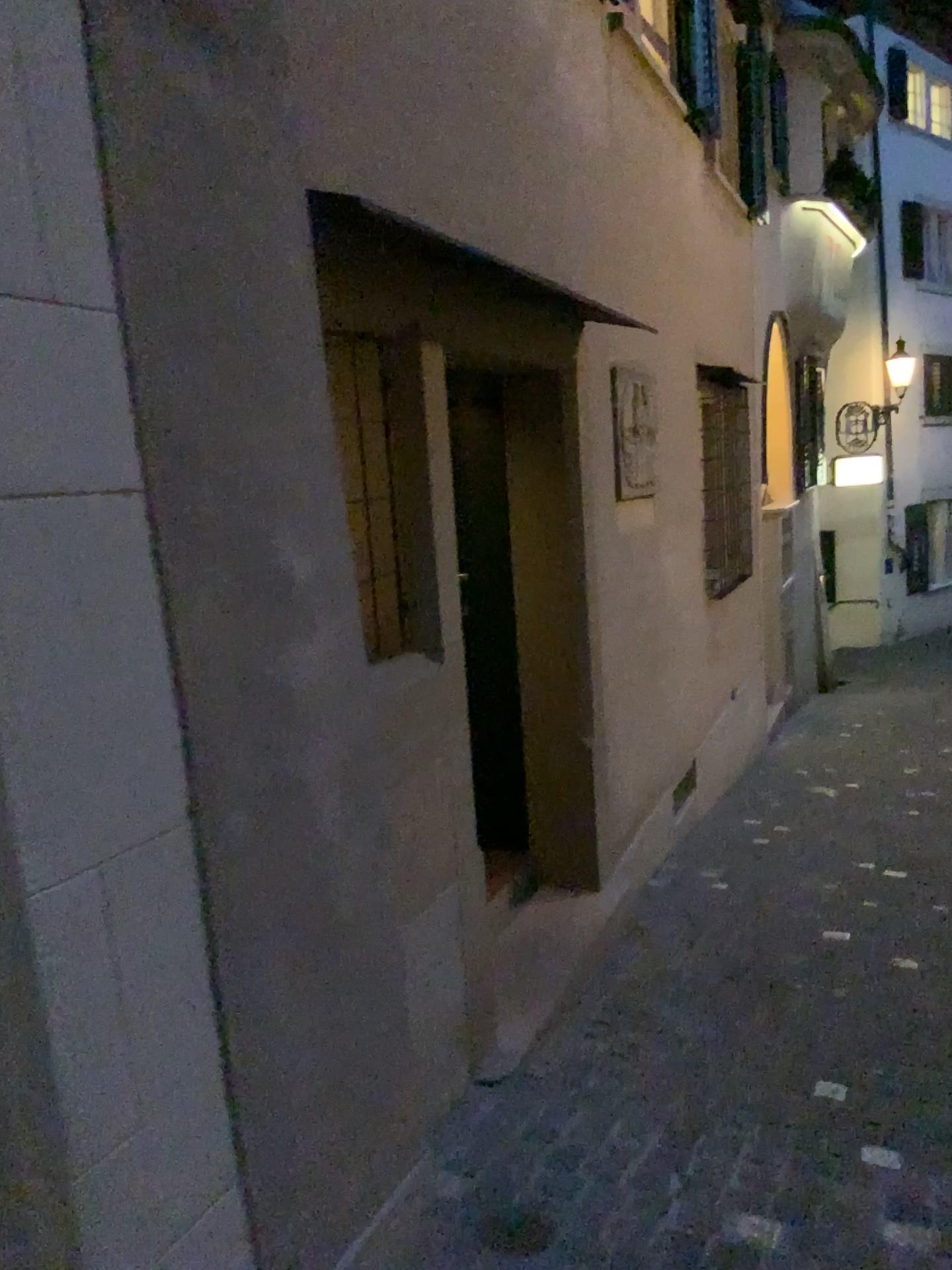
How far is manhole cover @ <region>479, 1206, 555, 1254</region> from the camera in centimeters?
228cm

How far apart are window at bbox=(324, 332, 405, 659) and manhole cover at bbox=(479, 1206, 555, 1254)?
1.35m

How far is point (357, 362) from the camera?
2.75m

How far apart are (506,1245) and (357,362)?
2.11m

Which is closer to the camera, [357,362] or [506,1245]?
[506,1245]

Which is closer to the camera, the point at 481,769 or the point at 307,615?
the point at 307,615

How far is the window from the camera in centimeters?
275cm

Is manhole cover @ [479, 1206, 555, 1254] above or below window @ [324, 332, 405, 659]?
below

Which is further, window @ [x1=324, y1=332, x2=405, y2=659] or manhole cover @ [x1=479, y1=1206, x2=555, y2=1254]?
window @ [x1=324, y1=332, x2=405, y2=659]
